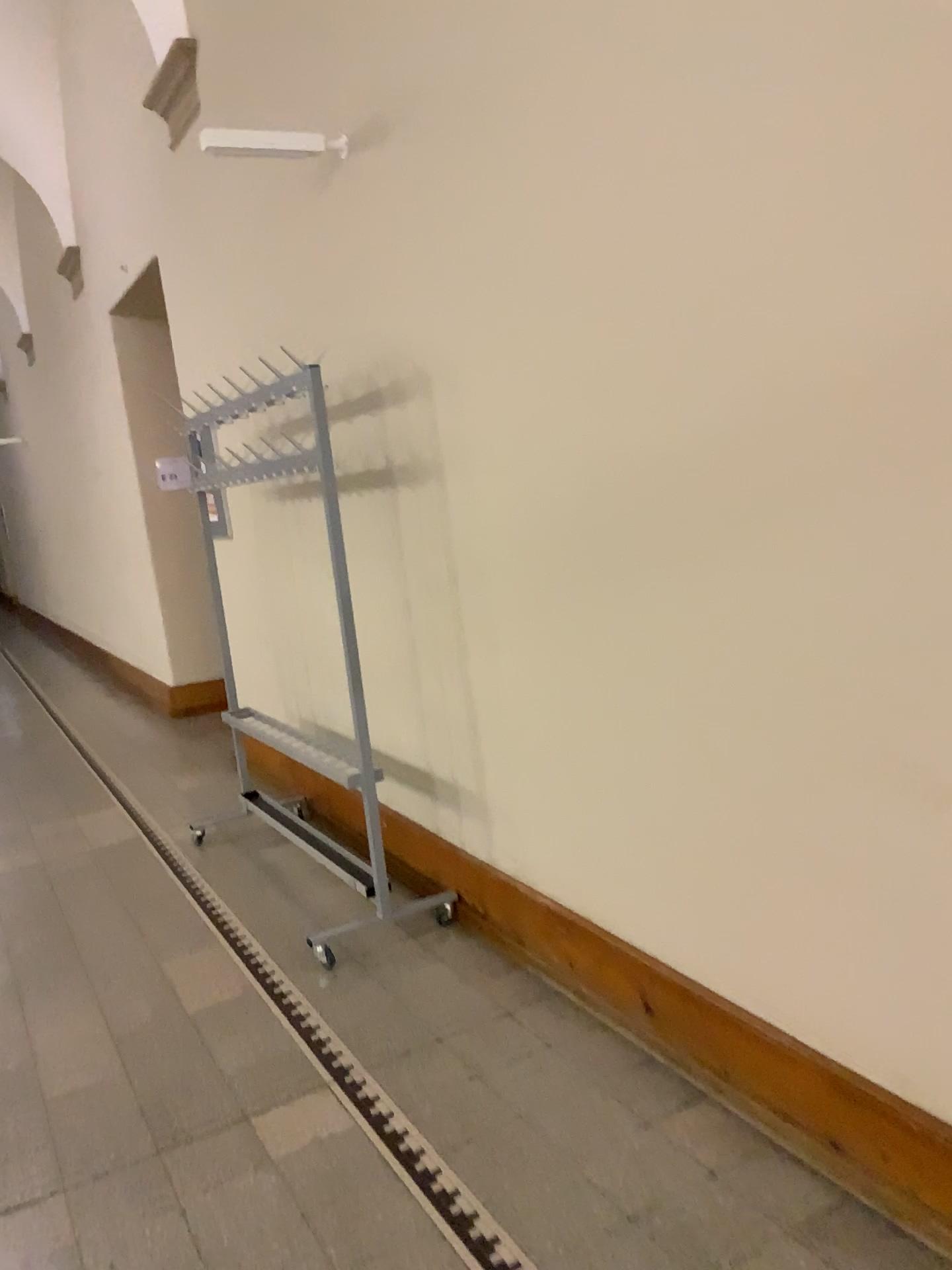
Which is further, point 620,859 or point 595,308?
point 620,859
